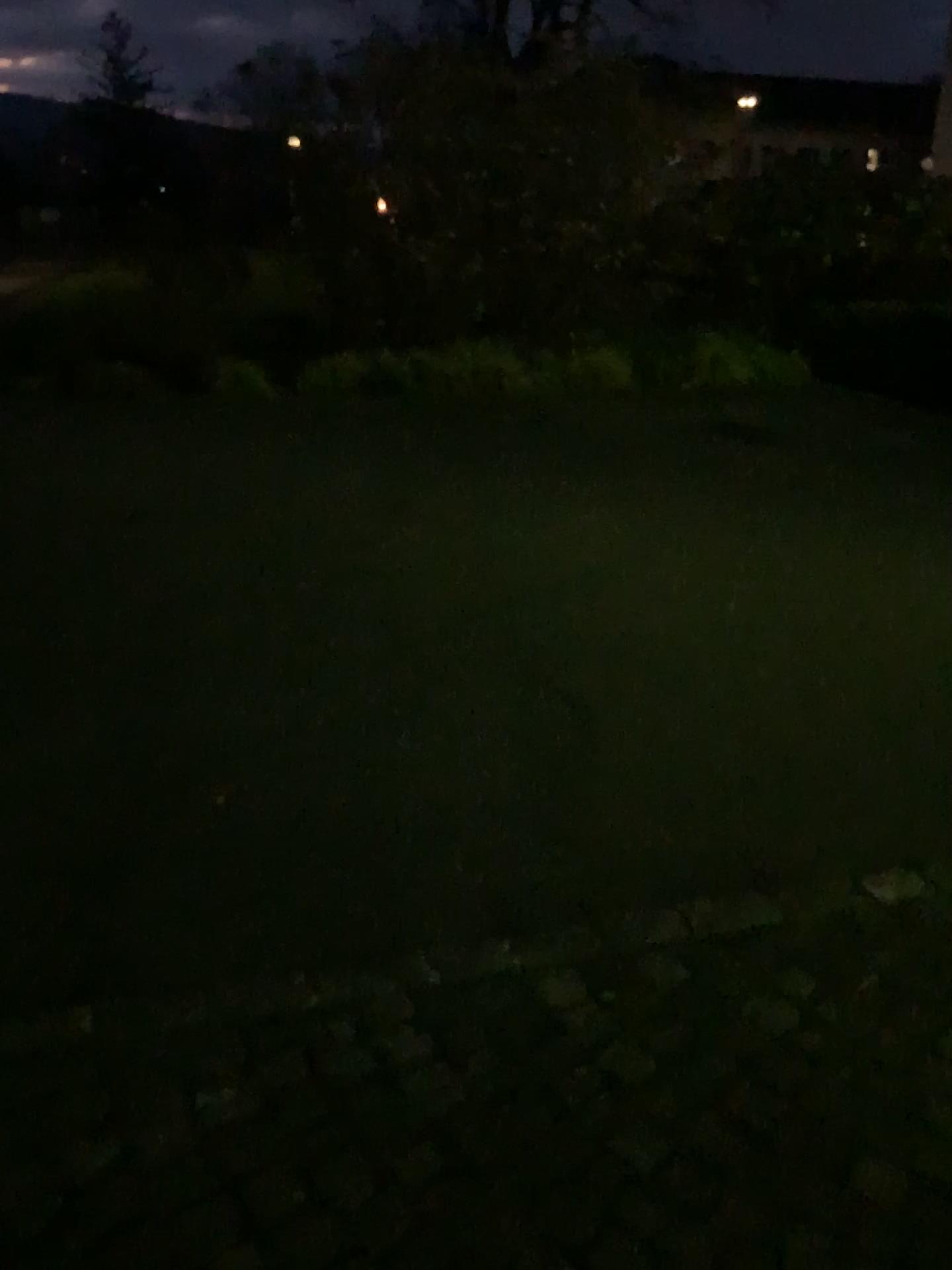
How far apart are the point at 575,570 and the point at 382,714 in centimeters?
145cm
